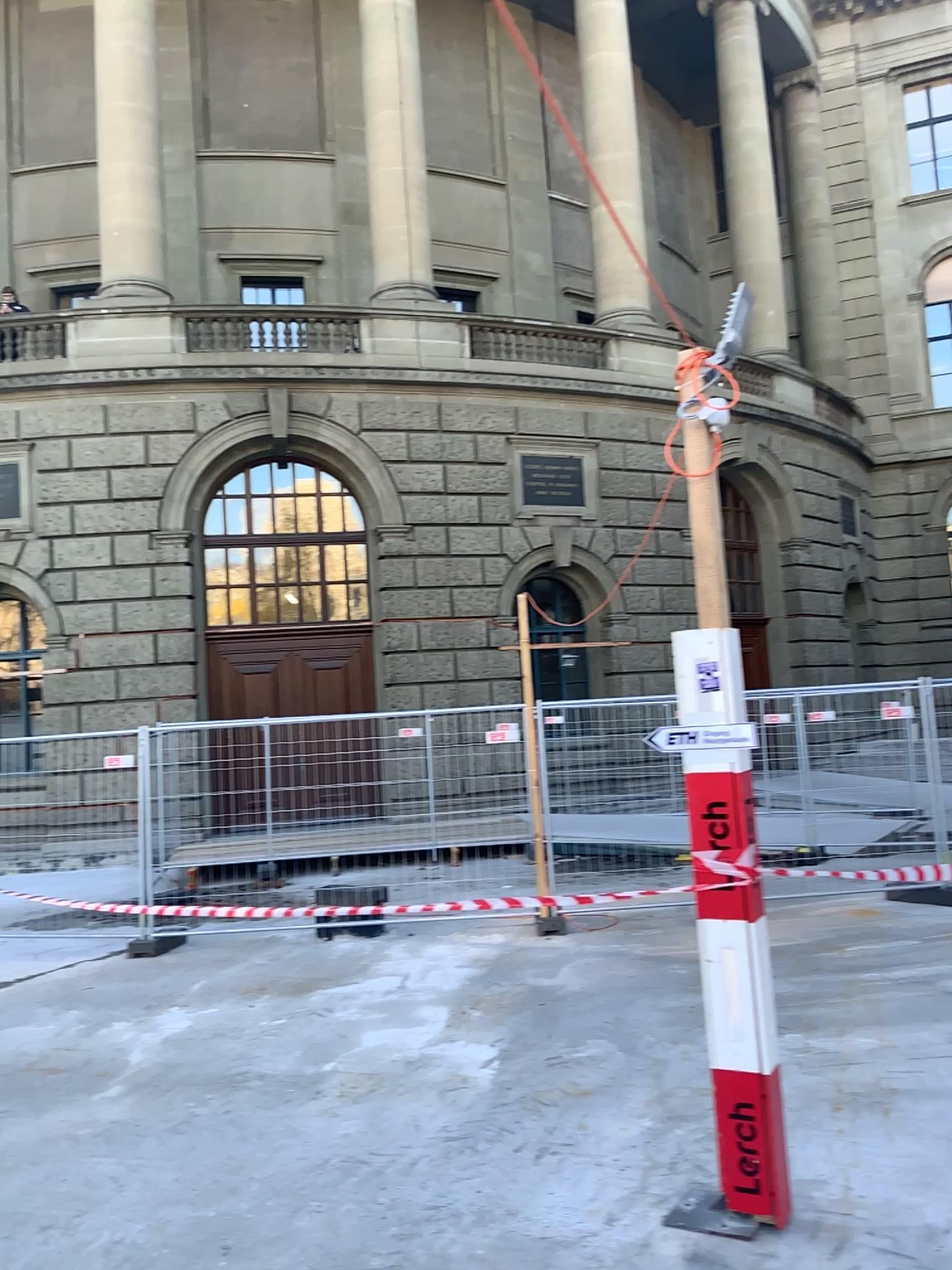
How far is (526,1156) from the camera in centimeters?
414cm
